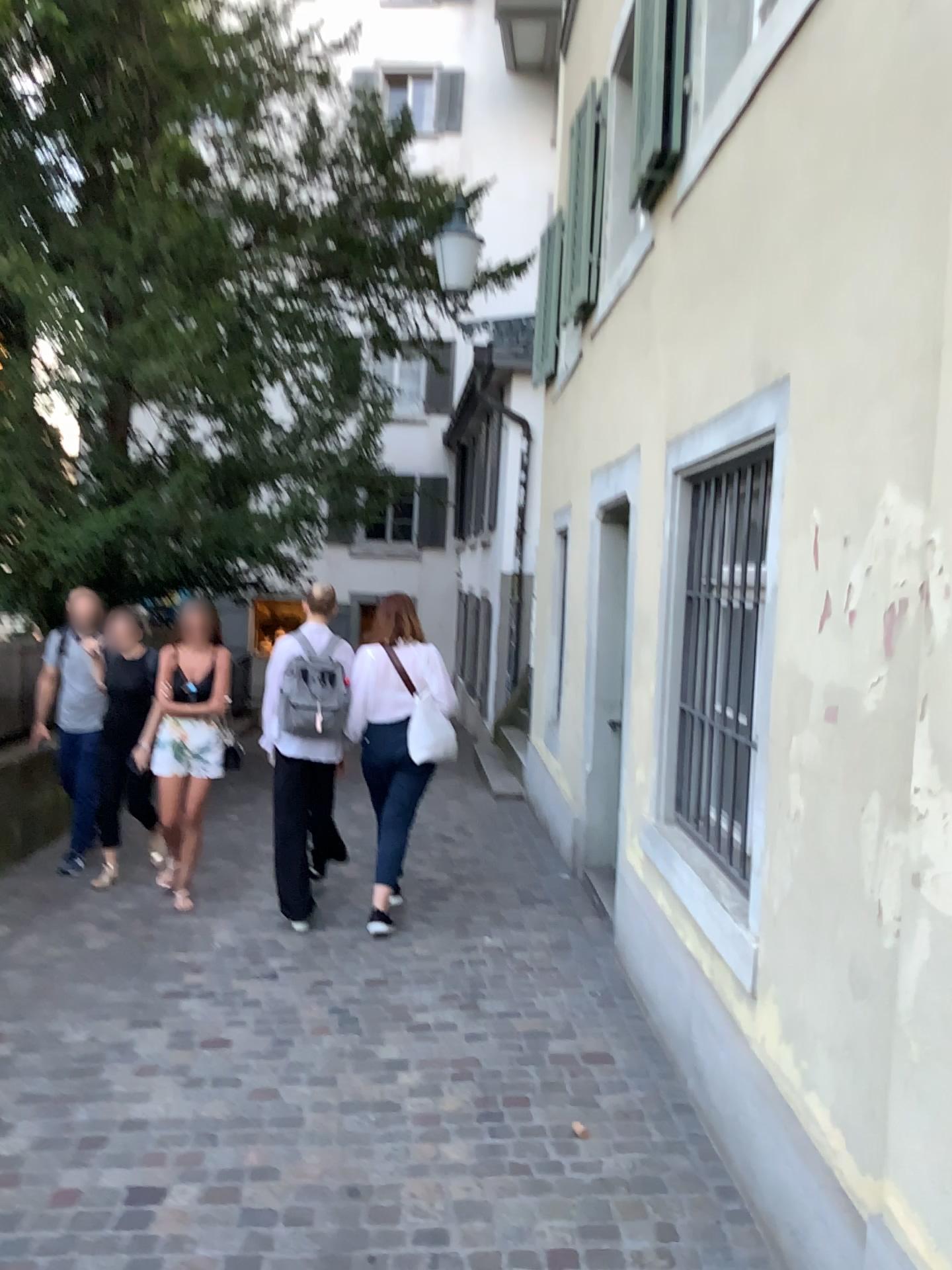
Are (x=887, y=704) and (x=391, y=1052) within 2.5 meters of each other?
yes
